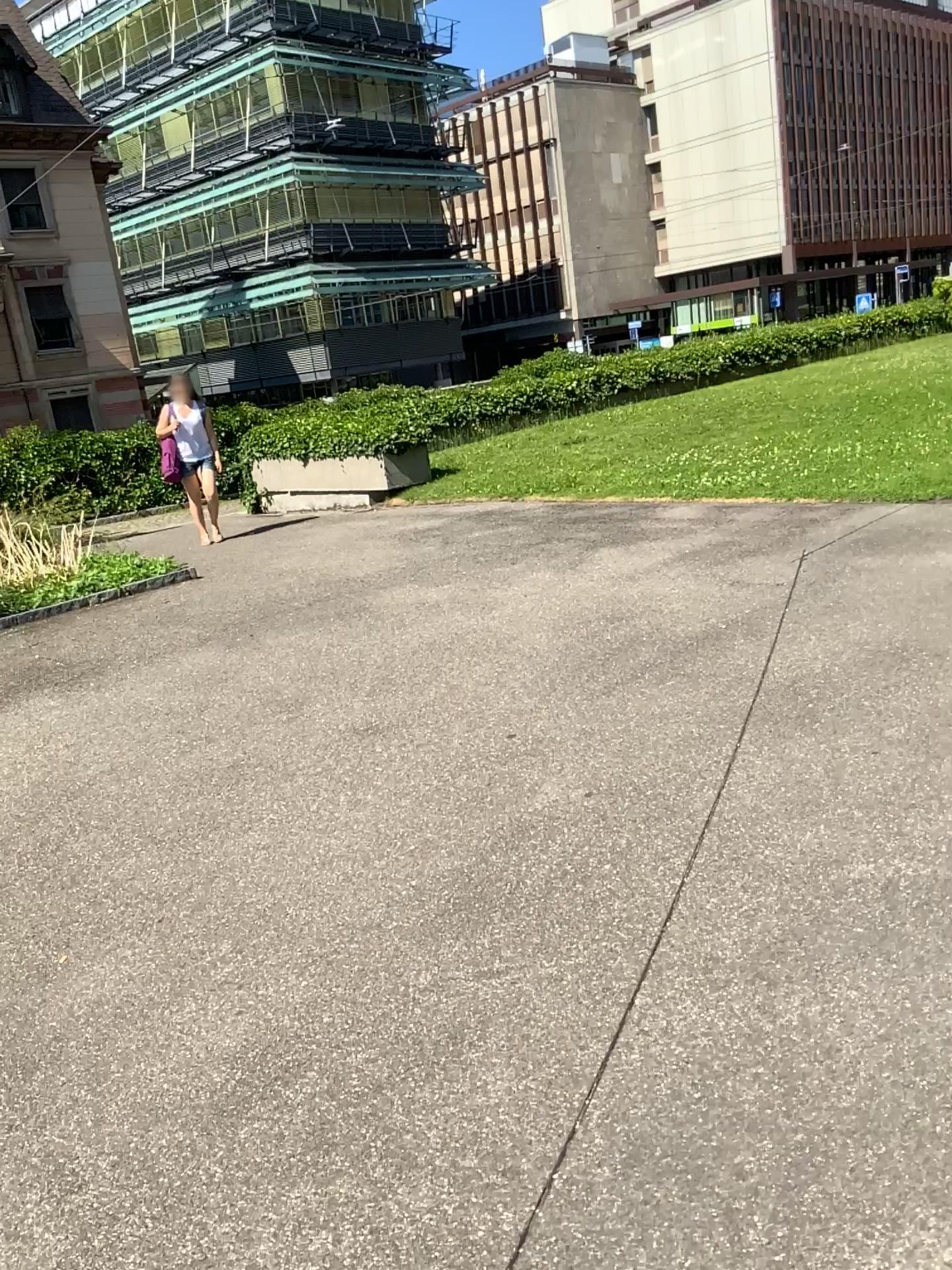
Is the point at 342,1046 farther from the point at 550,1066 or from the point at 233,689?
the point at 233,689
